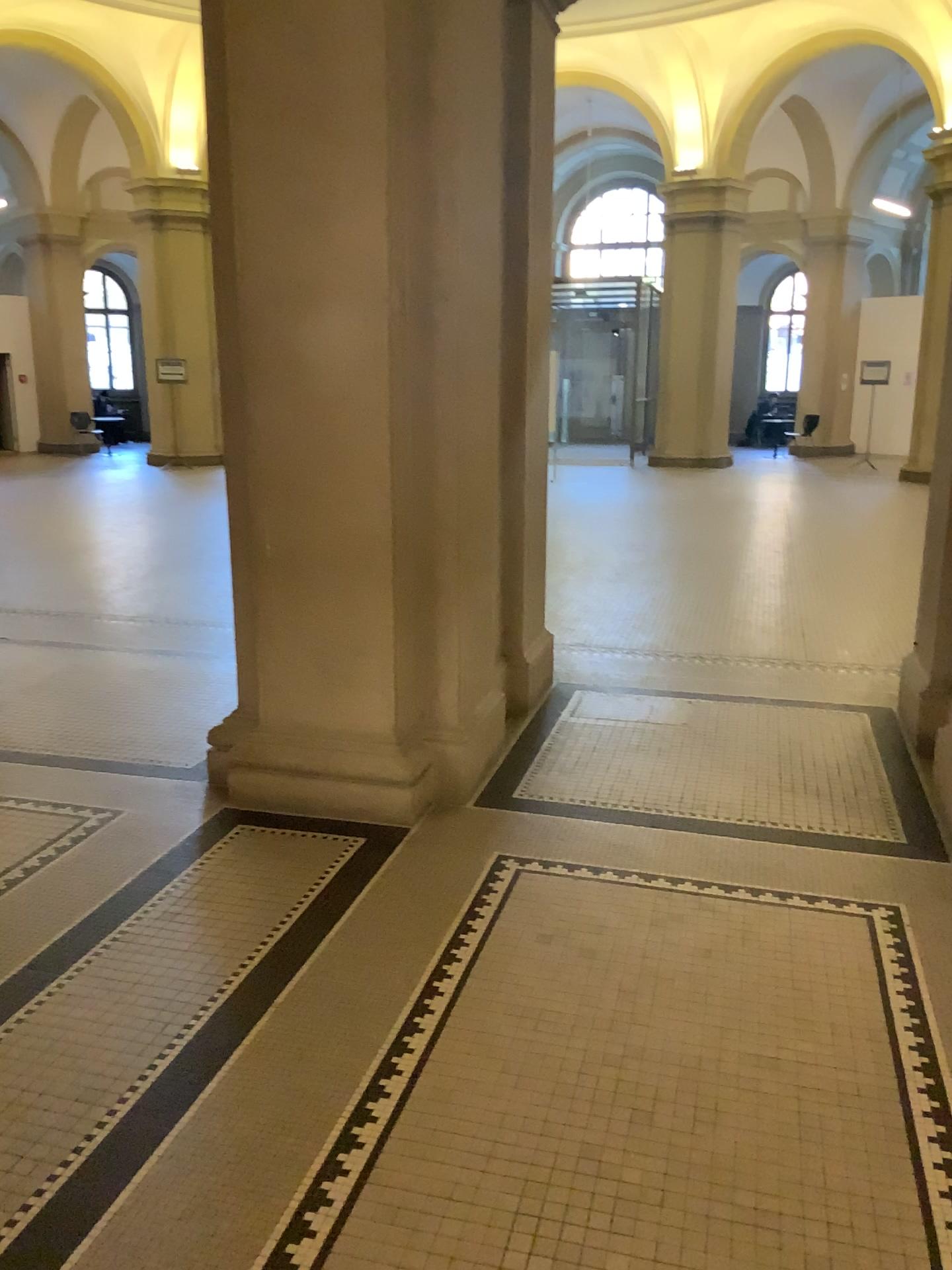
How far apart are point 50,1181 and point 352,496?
2.21m
